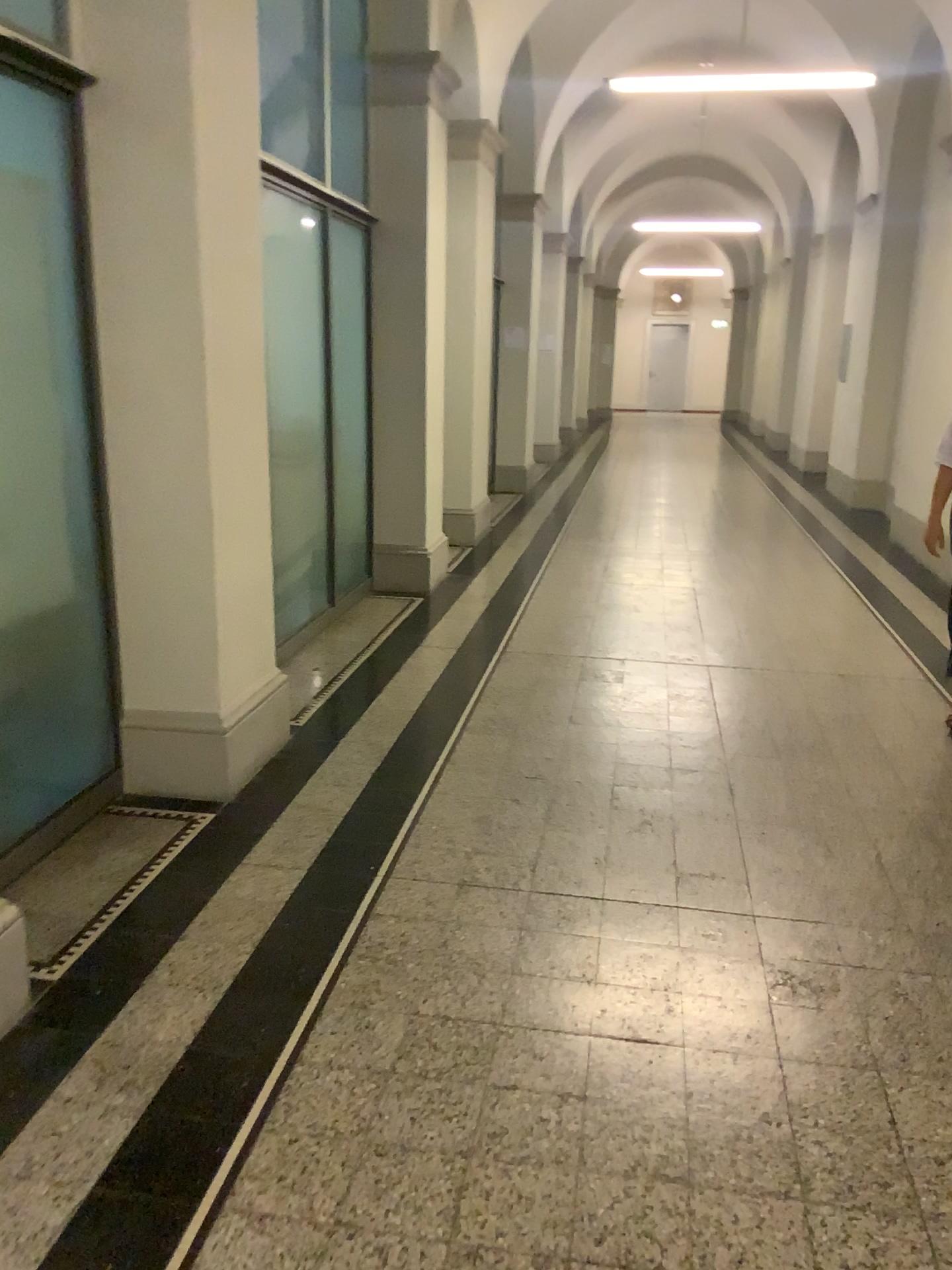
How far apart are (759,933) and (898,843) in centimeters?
79cm
